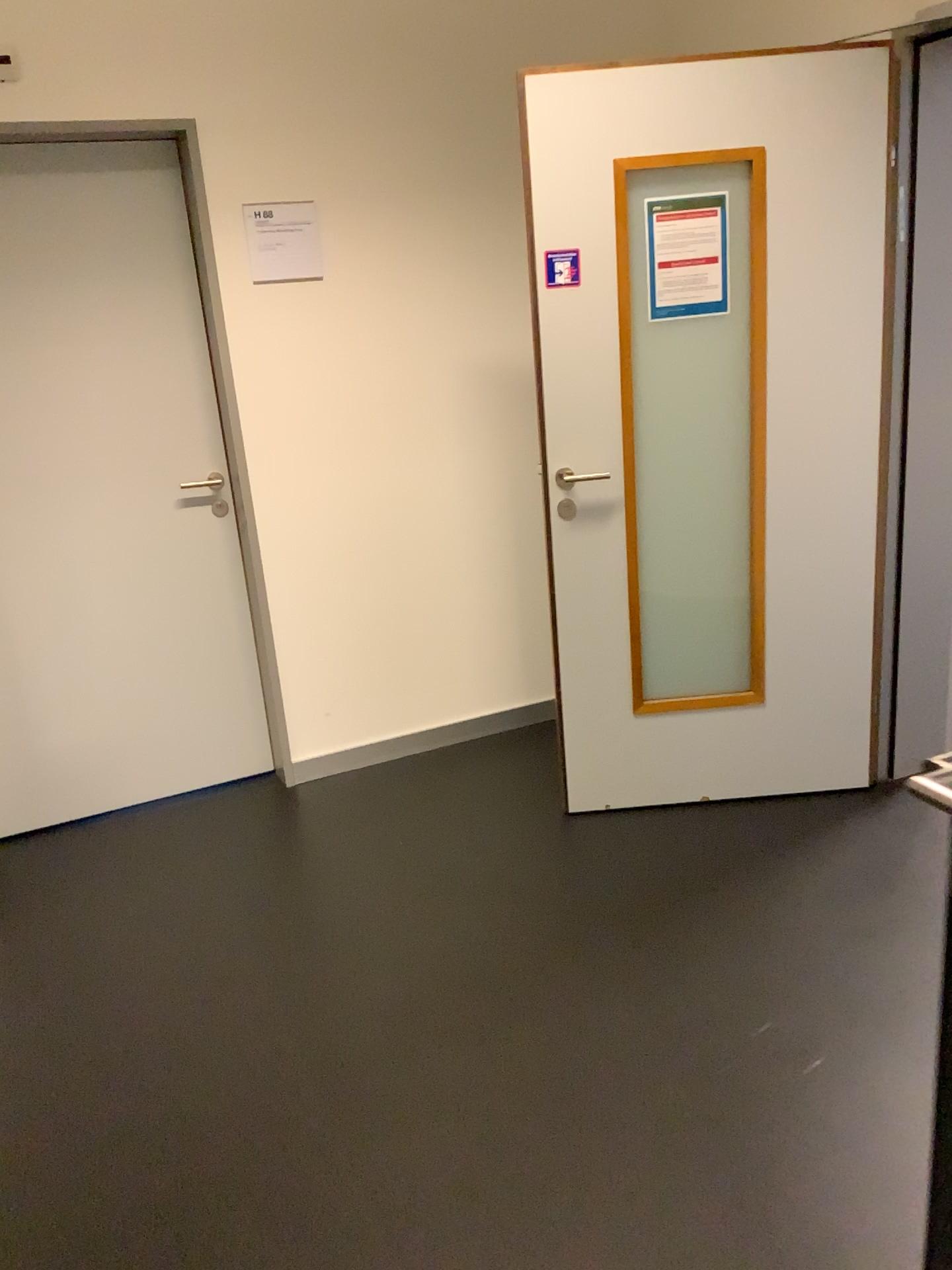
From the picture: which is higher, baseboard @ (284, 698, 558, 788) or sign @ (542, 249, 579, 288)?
sign @ (542, 249, 579, 288)

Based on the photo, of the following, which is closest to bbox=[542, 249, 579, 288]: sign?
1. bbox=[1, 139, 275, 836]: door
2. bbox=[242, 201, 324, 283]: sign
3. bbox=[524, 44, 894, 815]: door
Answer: bbox=[524, 44, 894, 815]: door

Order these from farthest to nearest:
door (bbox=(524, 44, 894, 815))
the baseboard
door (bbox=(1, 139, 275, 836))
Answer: the baseboard, door (bbox=(1, 139, 275, 836)), door (bbox=(524, 44, 894, 815))

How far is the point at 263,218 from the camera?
3.0m

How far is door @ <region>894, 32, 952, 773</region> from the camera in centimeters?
264cm

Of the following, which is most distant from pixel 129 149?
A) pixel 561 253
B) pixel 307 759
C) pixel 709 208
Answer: pixel 307 759

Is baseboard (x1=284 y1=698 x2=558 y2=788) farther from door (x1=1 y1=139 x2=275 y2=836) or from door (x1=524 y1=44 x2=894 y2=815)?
door (x1=524 y1=44 x2=894 y2=815)

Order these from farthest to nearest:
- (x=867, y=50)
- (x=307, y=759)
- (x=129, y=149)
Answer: (x=307, y=759), (x=129, y=149), (x=867, y=50)

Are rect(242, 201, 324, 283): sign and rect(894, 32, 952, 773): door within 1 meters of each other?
no

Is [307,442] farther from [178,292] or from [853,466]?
[853,466]
